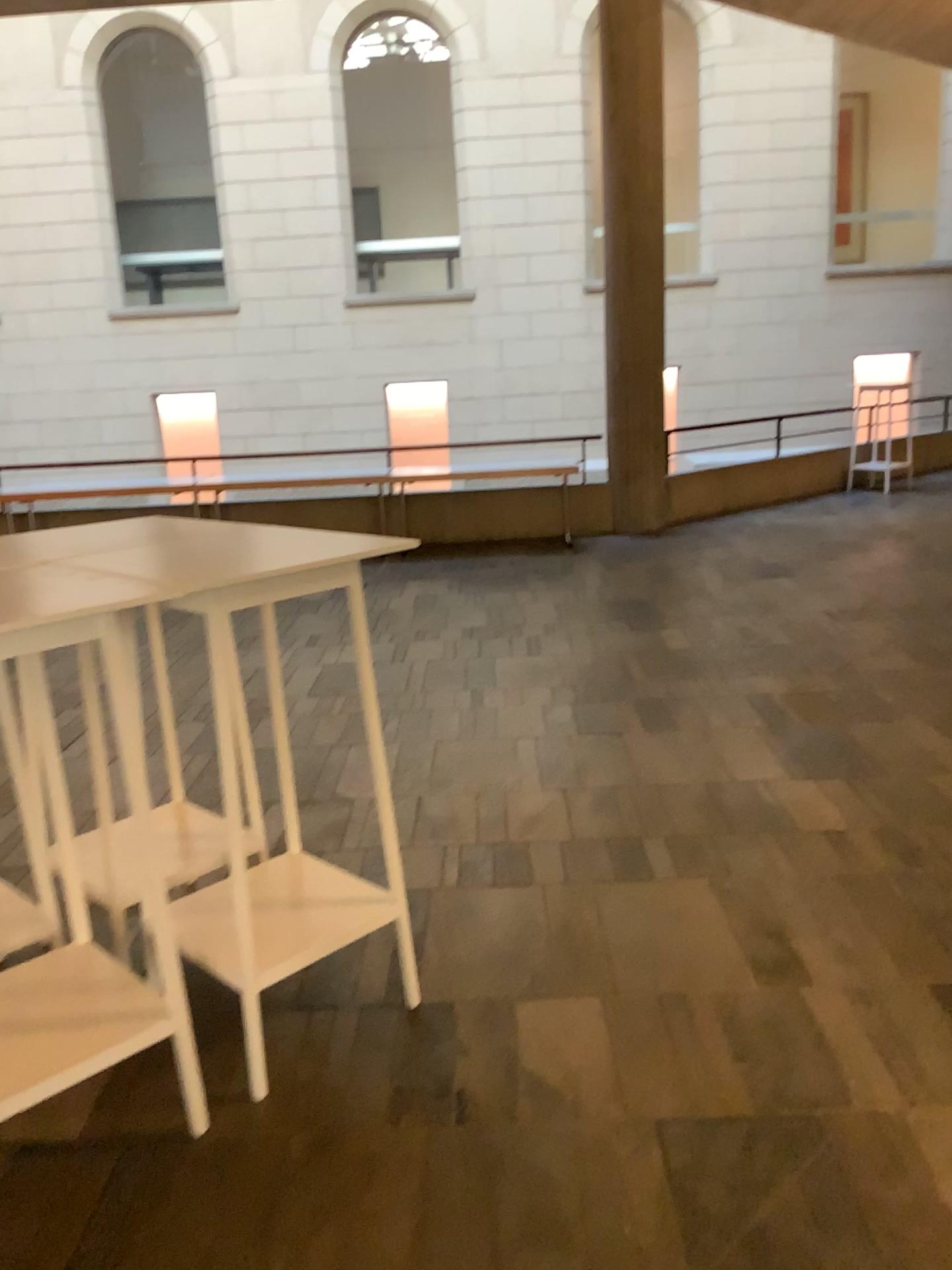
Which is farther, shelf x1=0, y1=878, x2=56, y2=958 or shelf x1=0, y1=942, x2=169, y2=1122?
shelf x1=0, y1=878, x2=56, y2=958

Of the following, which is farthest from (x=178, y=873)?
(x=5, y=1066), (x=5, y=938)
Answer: (x=5, y=1066)

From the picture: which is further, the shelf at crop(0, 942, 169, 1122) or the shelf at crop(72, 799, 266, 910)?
the shelf at crop(72, 799, 266, 910)

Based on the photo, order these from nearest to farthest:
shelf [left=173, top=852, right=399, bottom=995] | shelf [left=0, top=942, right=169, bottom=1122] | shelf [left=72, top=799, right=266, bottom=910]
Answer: shelf [left=0, top=942, right=169, bottom=1122]
shelf [left=173, top=852, right=399, bottom=995]
shelf [left=72, top=799, right=266, bottom=910]

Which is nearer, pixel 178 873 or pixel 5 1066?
pixel 5 1066

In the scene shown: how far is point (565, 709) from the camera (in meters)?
4.94

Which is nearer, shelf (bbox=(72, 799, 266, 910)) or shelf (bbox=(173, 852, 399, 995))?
shelf (bbox=(173, 852, 399, 995))

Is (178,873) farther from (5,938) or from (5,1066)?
(5,1066)

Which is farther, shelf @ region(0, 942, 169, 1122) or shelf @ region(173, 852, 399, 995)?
shelf @ region(173, 852, 399, 995)
